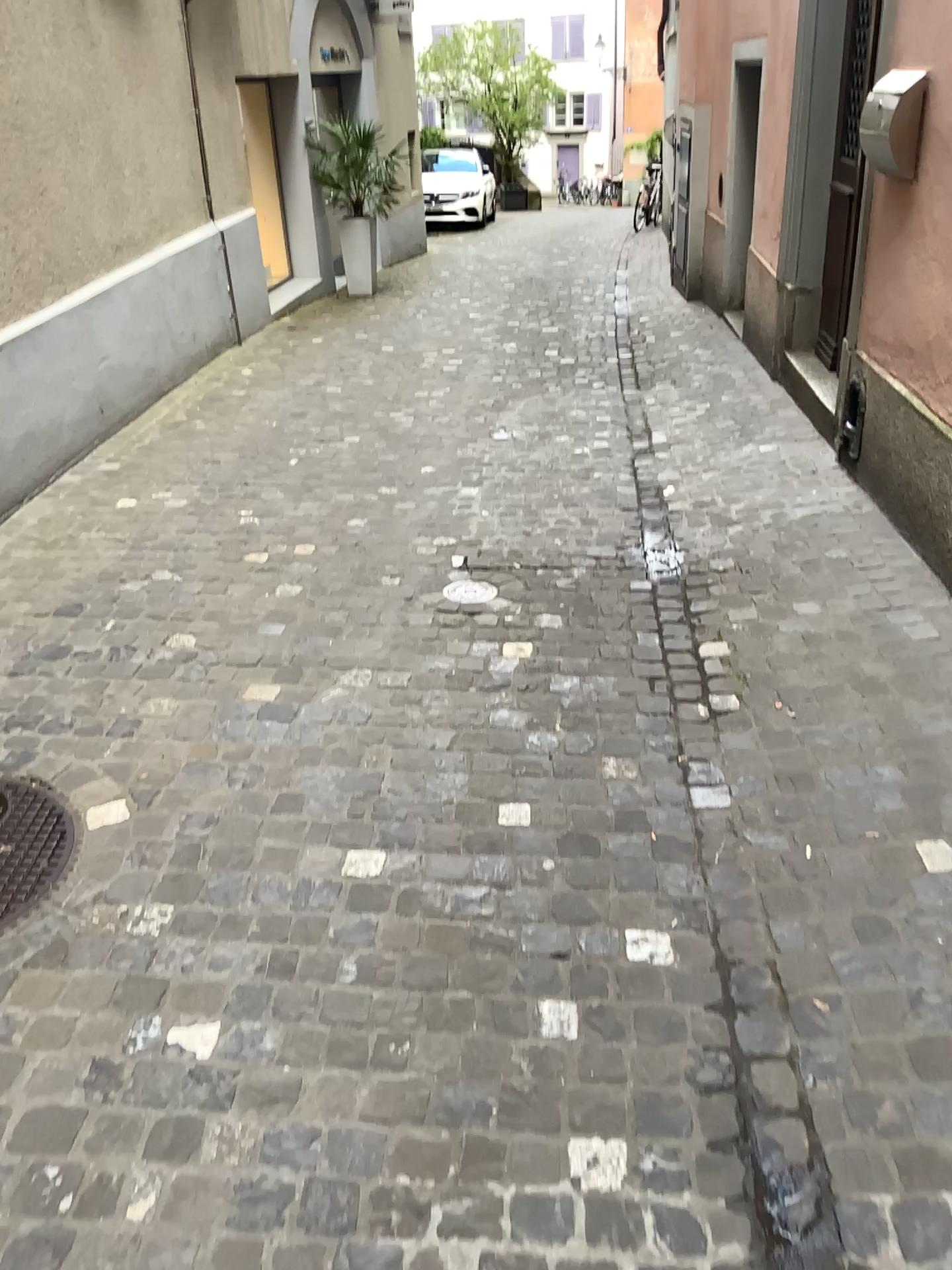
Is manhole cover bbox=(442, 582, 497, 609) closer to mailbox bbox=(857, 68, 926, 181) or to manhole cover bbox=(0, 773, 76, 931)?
manhole cover bbox=(0, 773, 76, 931)

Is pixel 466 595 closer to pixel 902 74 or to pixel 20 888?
pixel 20 888

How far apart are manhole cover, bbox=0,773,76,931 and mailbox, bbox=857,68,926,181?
3.3 meters

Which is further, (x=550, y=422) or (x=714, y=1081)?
(x=550, y=422)

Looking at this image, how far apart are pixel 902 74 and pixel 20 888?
3.59m

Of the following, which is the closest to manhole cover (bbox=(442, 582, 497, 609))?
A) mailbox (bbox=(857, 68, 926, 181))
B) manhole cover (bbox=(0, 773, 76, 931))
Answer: manhole cover (bbox=(0, 773, 76, 931))

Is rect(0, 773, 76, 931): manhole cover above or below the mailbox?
below

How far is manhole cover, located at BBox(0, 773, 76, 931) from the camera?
2.26m

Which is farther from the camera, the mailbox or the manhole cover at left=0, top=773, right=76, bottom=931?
the mailbox

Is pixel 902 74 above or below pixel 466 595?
above
